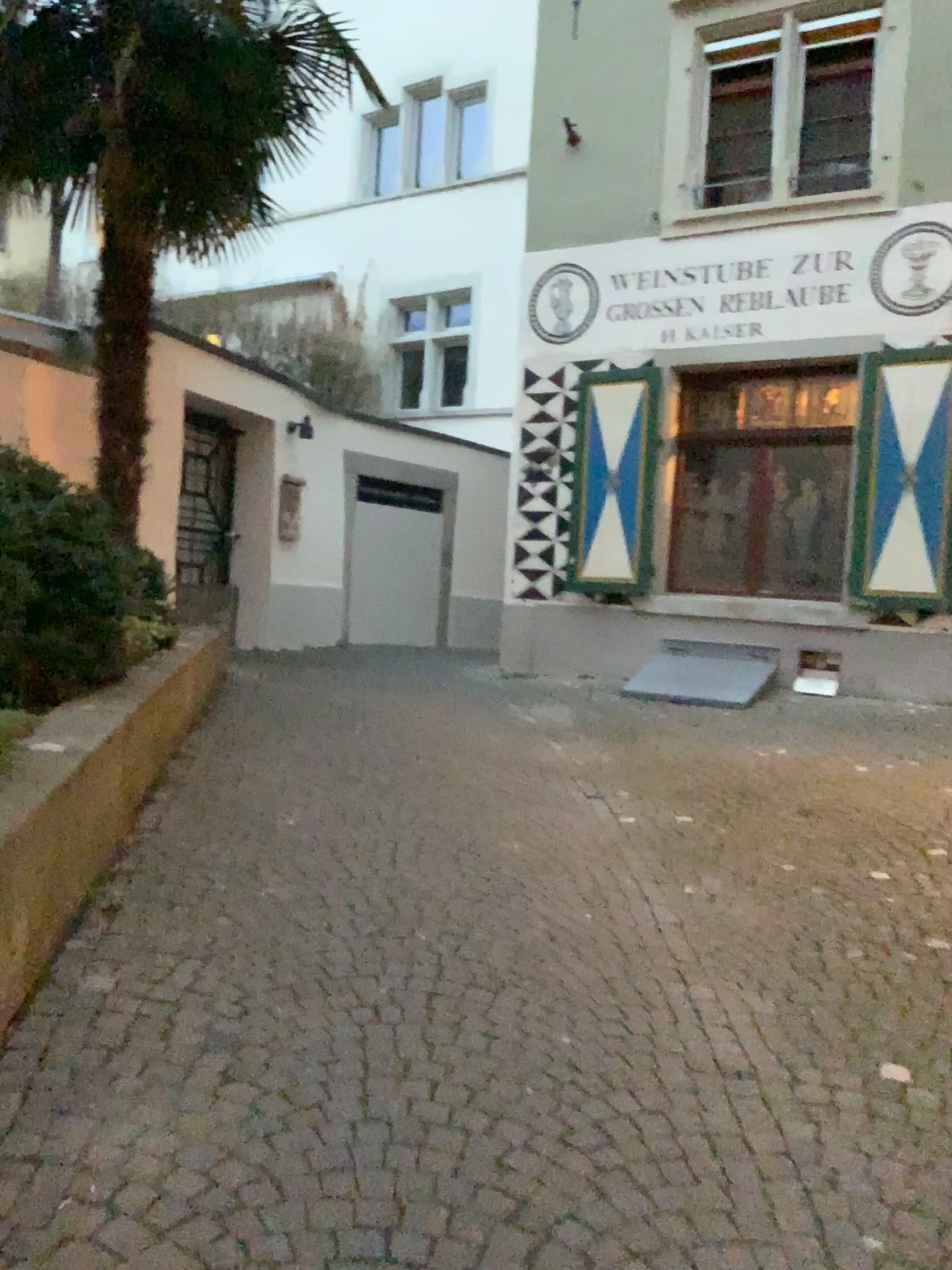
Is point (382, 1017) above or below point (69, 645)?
below
